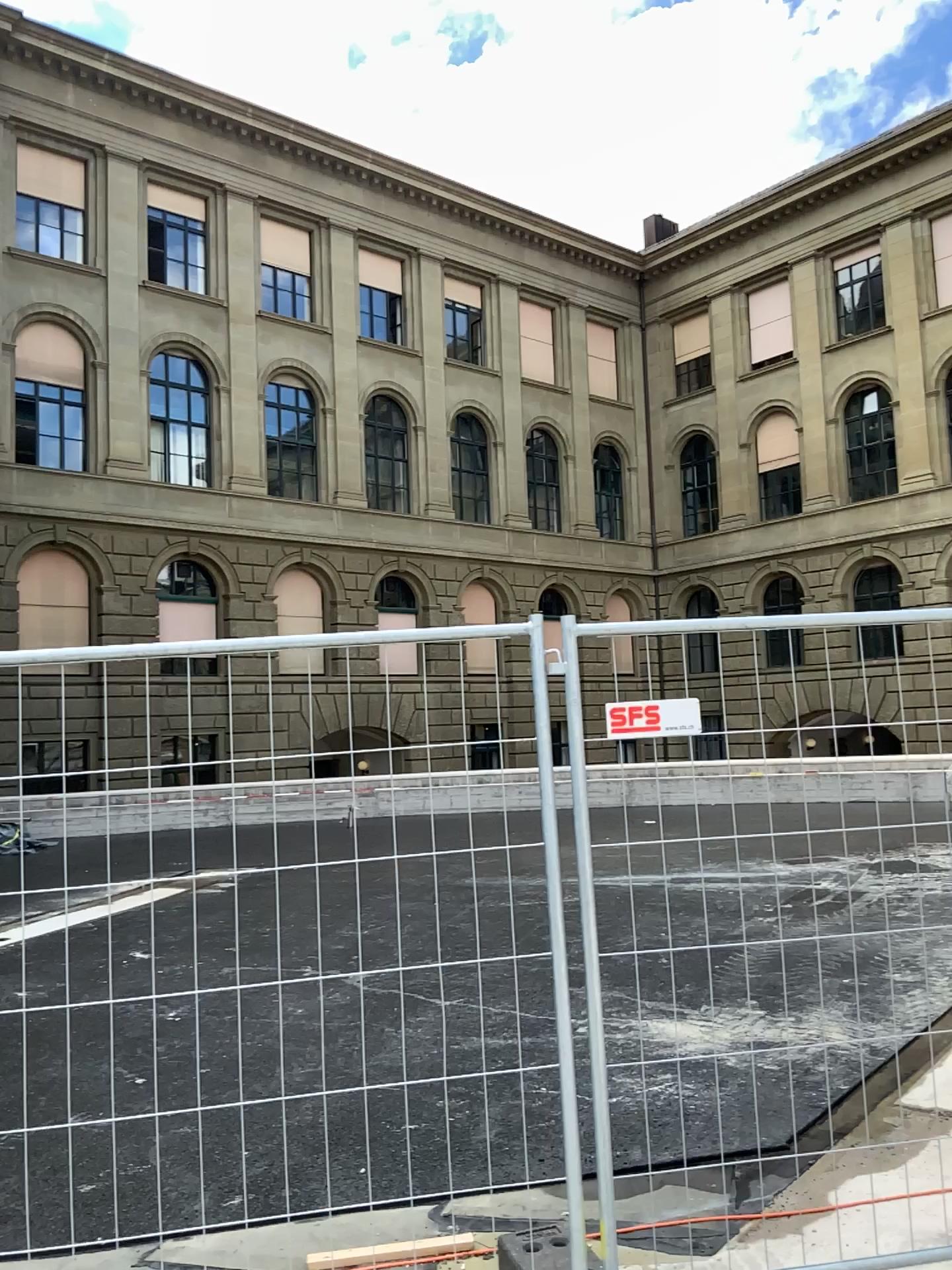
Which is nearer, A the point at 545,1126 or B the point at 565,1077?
B the point at 565,1077
